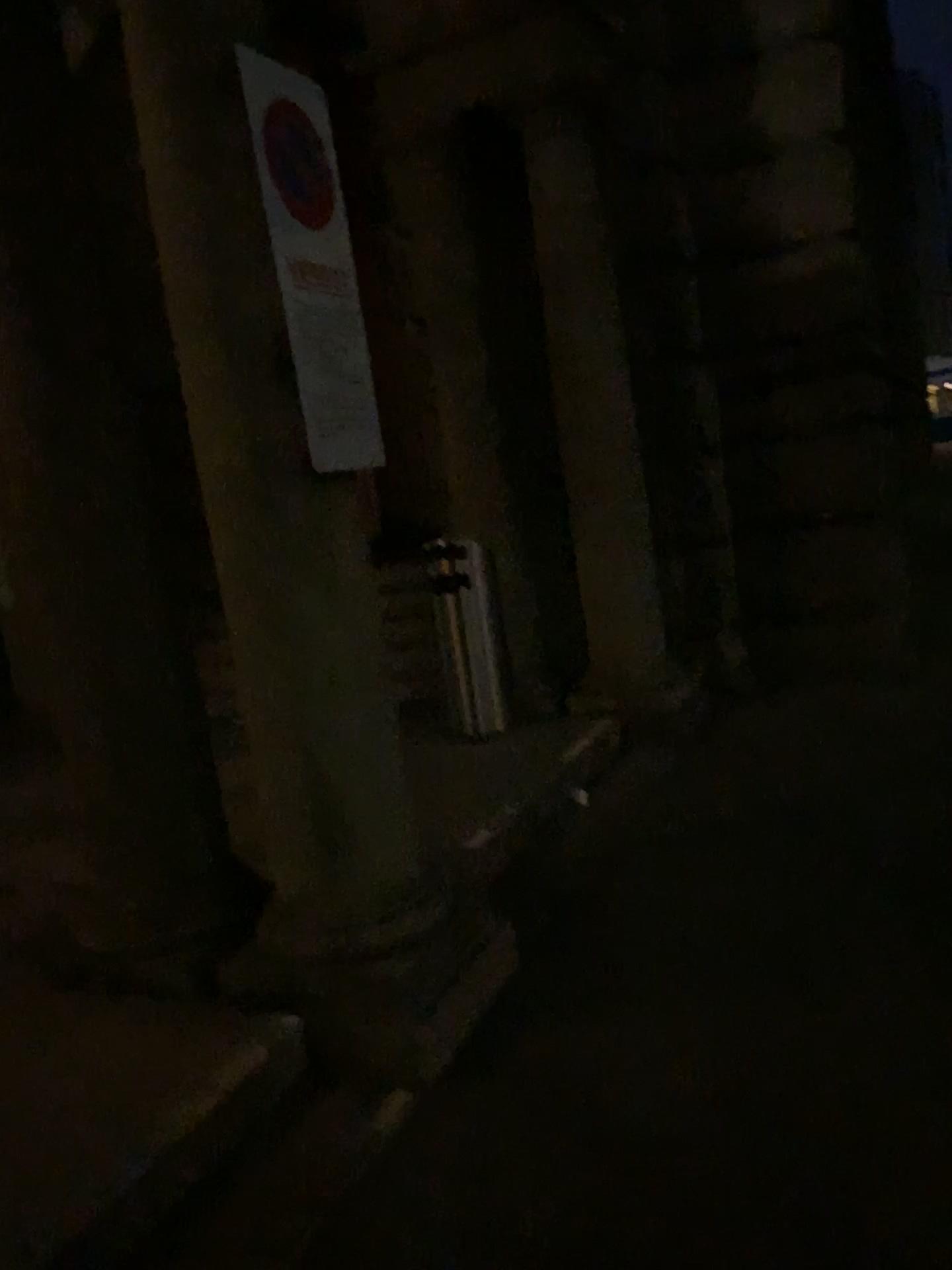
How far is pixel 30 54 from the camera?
2.90m

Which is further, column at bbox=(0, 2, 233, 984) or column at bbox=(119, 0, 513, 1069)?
column at bbox=(0, 2, 233, 984)

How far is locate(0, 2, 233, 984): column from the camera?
2.9m

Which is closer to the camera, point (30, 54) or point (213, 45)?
point (213, 45)

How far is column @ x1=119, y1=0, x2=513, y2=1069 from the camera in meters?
2.6

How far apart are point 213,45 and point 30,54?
0.7 meters

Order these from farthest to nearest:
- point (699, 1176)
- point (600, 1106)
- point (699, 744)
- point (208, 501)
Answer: point (699, 744)
point (208, 501)
point (600, 1106)
point (699, 1176)
